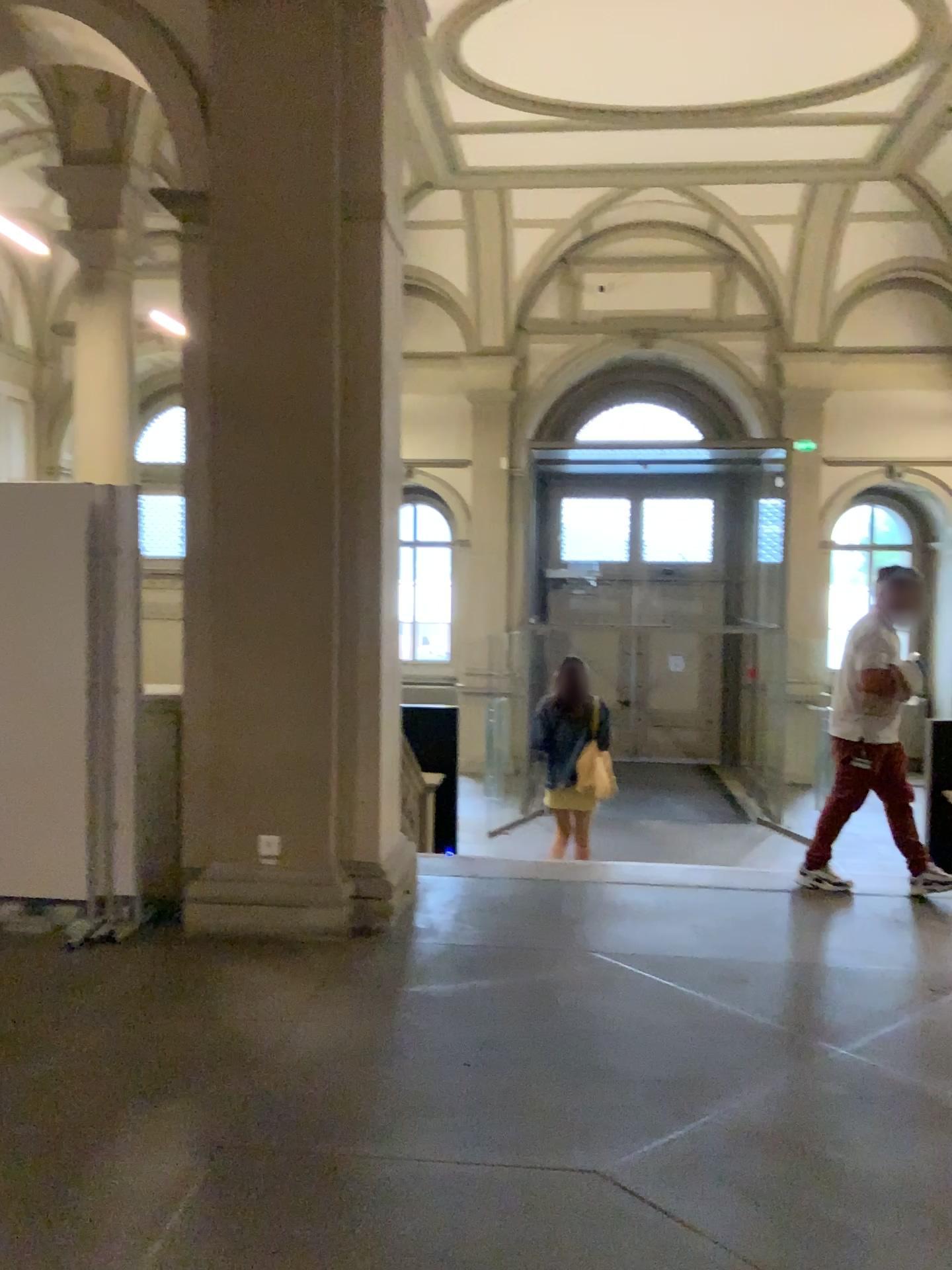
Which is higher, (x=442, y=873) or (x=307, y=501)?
(x=307, y=501)
